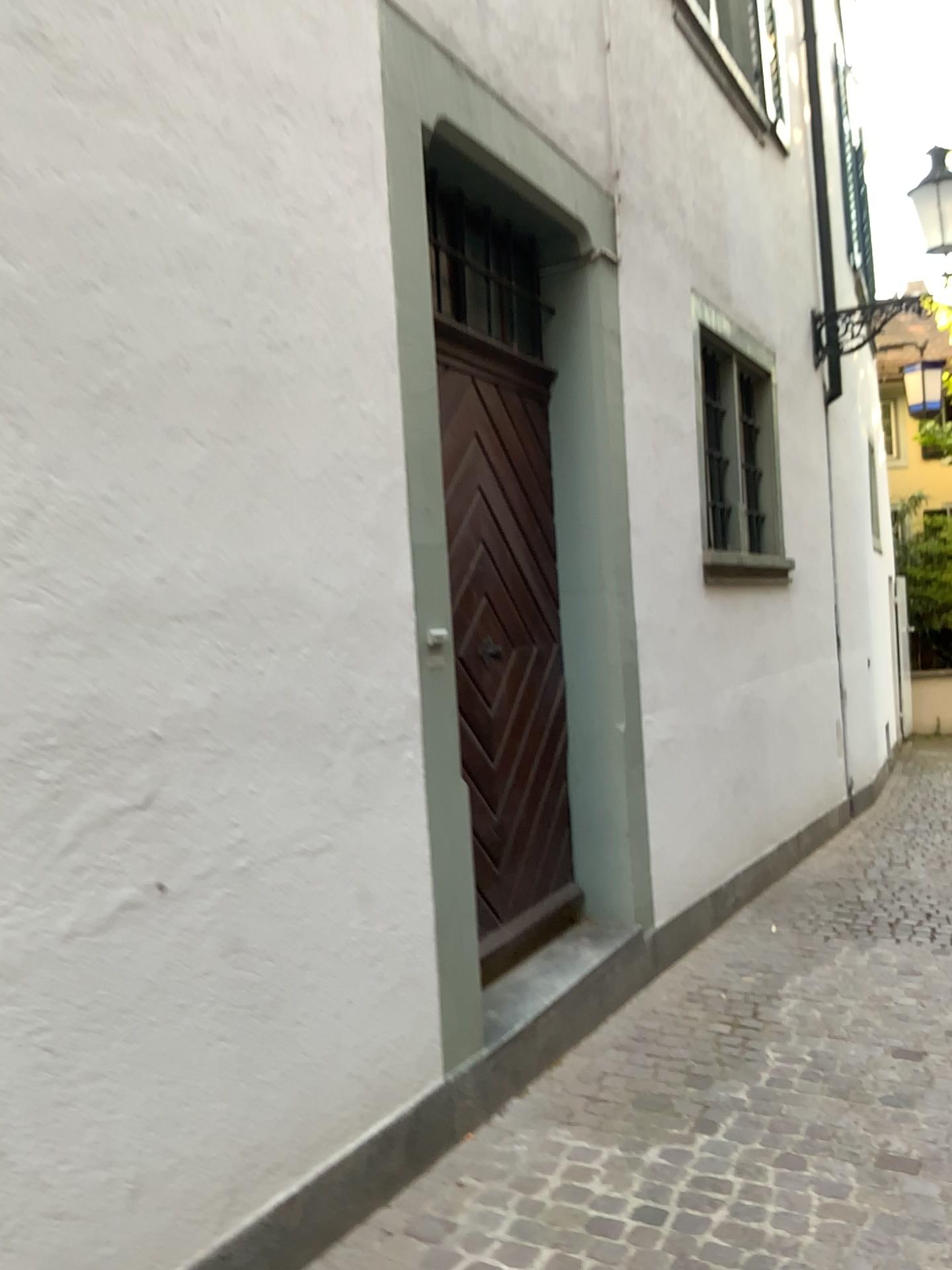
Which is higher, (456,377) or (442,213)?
(442,213)

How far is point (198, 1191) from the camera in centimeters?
211cm
